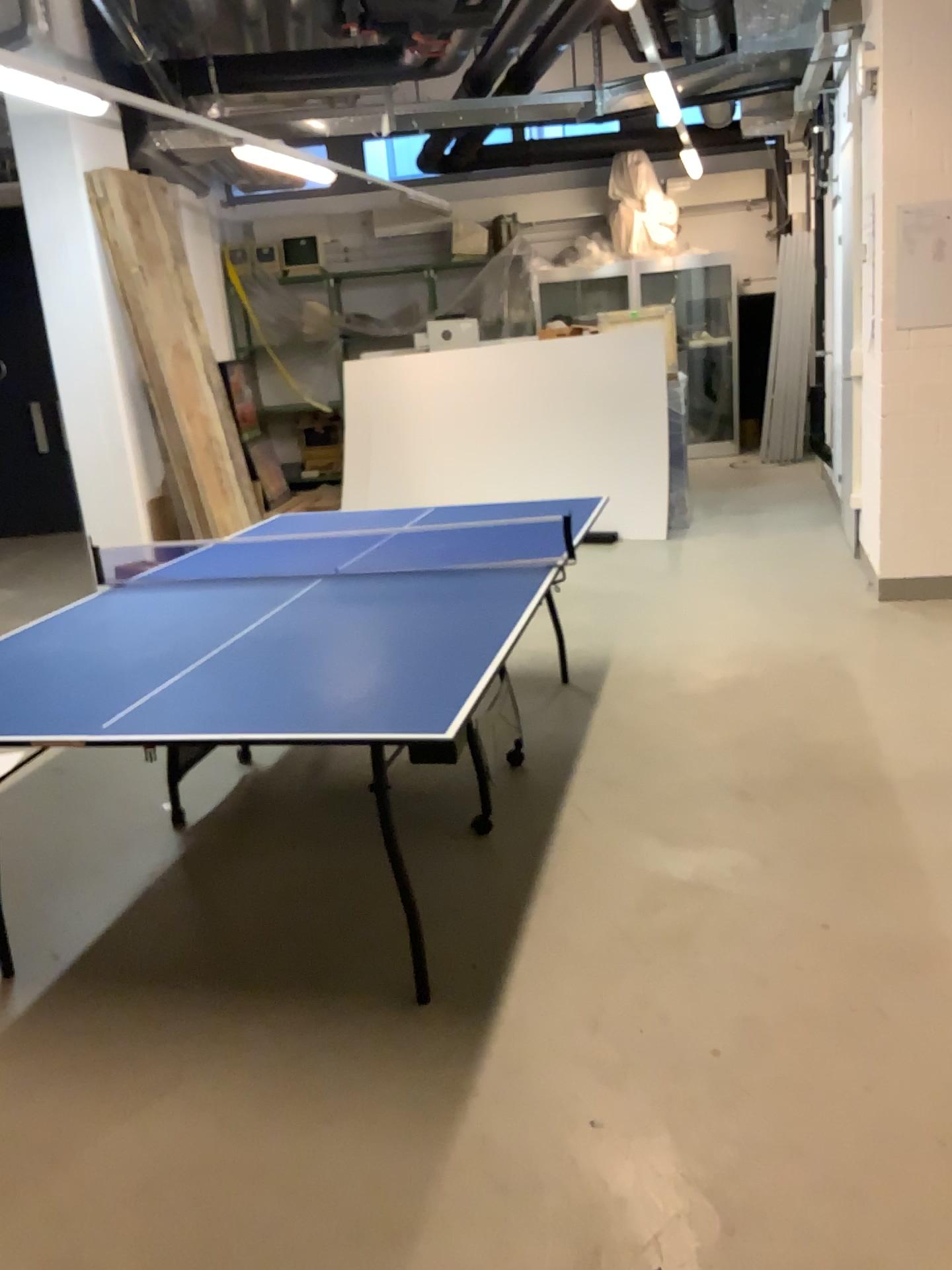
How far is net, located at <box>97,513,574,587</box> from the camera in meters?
3.3 m

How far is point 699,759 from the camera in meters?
3.6

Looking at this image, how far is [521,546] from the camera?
3.3m
